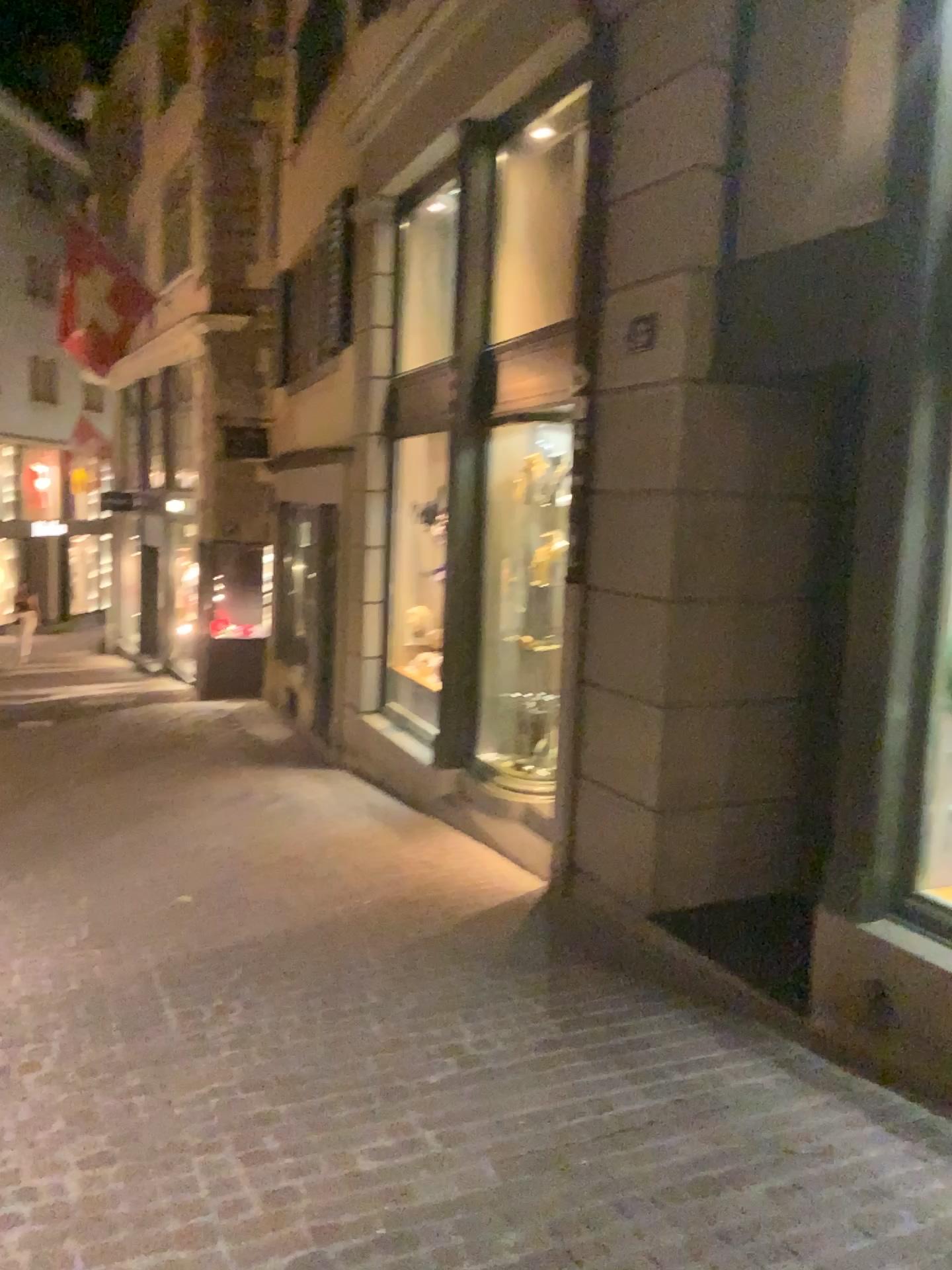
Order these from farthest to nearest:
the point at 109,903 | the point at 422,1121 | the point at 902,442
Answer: the point at 109,903 < the point at 902,442 < the point at 422,1121
